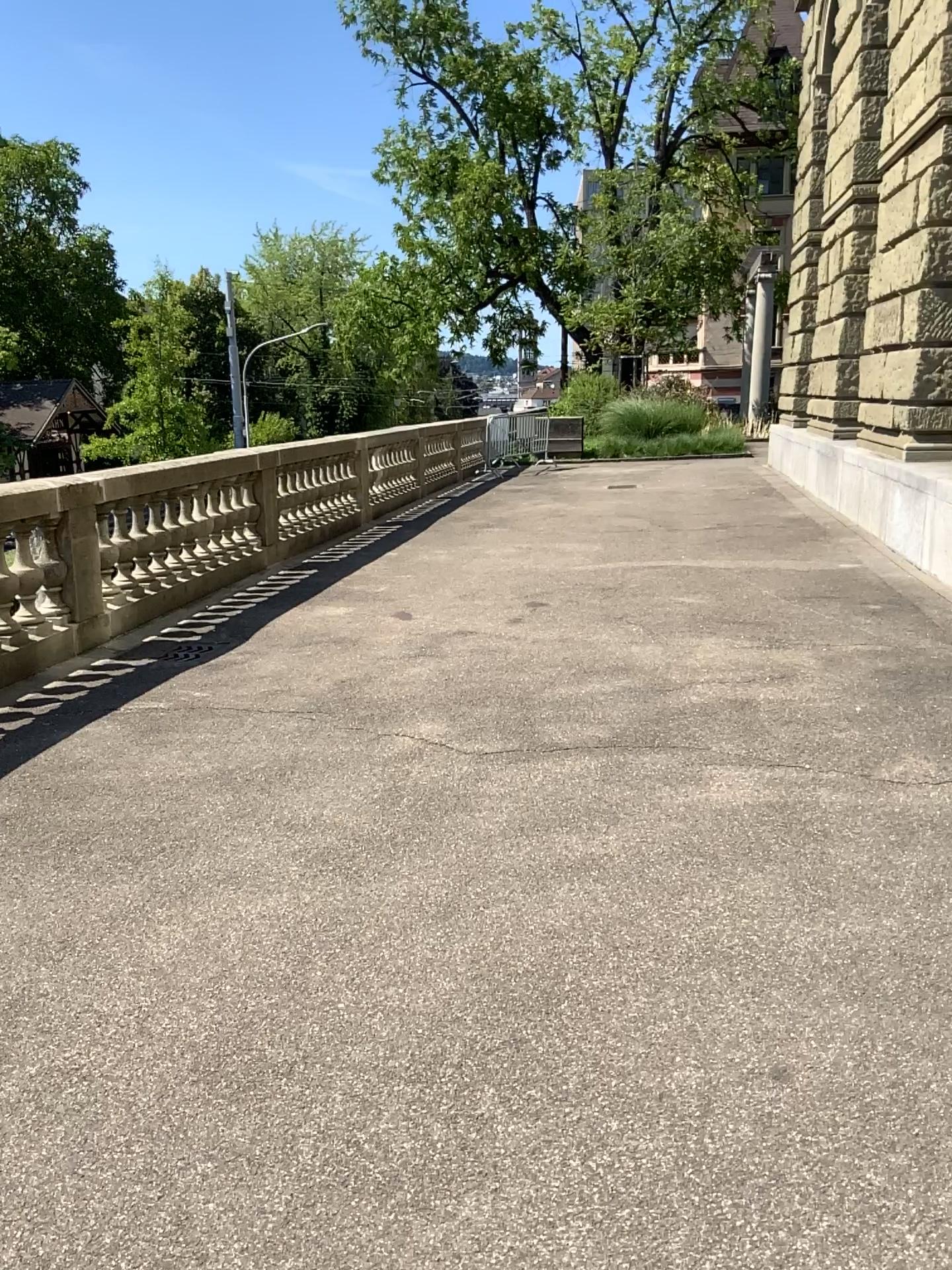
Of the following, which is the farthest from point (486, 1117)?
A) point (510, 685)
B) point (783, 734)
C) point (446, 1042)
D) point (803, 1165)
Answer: point (510, 685)
